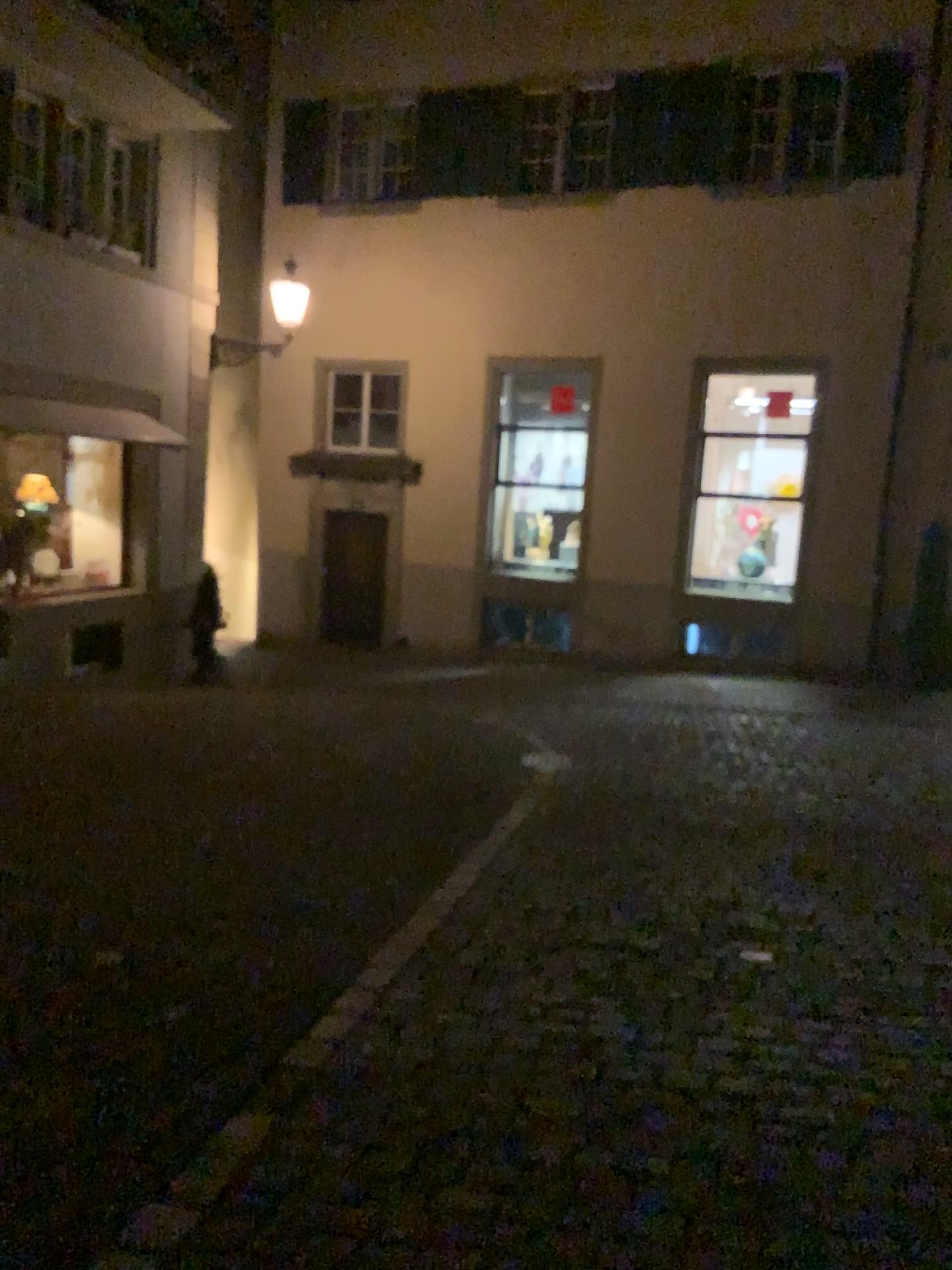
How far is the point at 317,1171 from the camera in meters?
2.7
